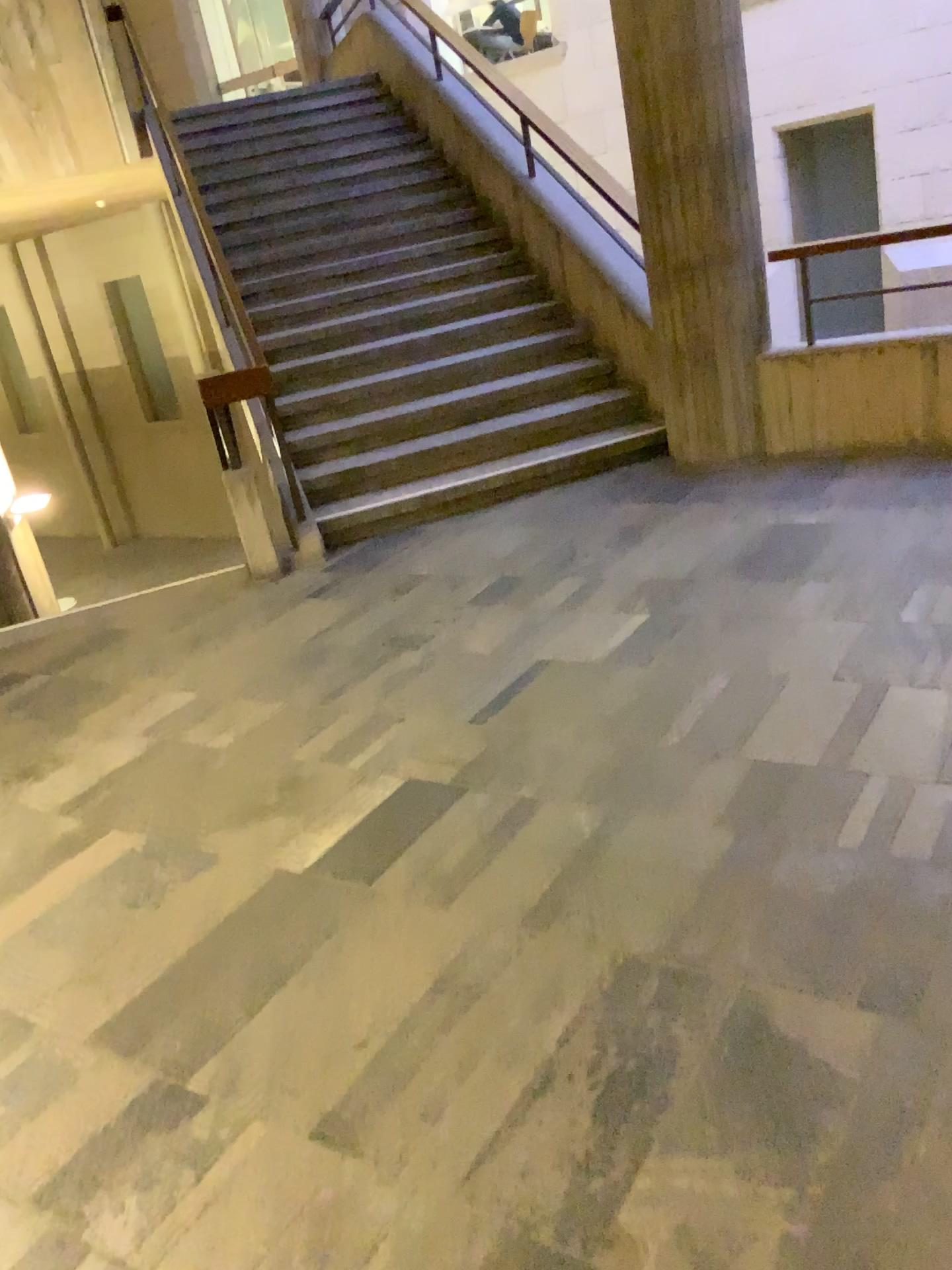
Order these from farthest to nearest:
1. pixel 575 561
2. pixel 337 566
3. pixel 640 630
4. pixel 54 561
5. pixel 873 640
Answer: pixel 54 561 < pixel 337 566 < pixel 575 561 < pixel 640 630 < pixel 873 640
